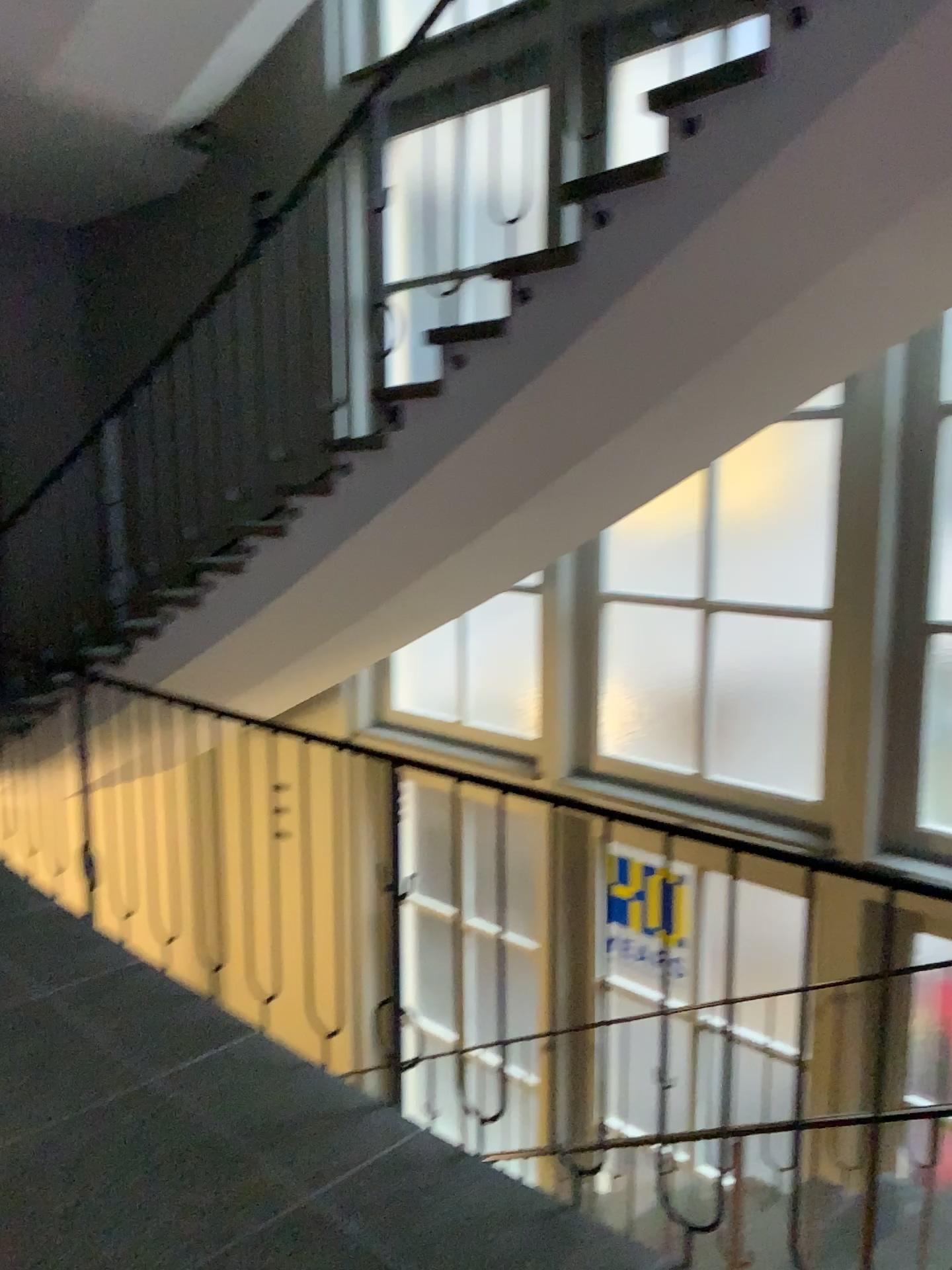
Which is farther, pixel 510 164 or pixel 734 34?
pixel 510 164

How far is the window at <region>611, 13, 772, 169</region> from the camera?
2.4 meters

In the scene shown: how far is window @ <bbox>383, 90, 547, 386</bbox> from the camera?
3.1m

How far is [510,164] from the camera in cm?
306

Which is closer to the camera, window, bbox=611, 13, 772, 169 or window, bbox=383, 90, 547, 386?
window, bbox=611, 13, 772, 169

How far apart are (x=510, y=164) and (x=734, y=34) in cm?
79

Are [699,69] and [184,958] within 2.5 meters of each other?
no

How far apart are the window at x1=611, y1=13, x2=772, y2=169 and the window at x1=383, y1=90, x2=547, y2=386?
0.3 meters
